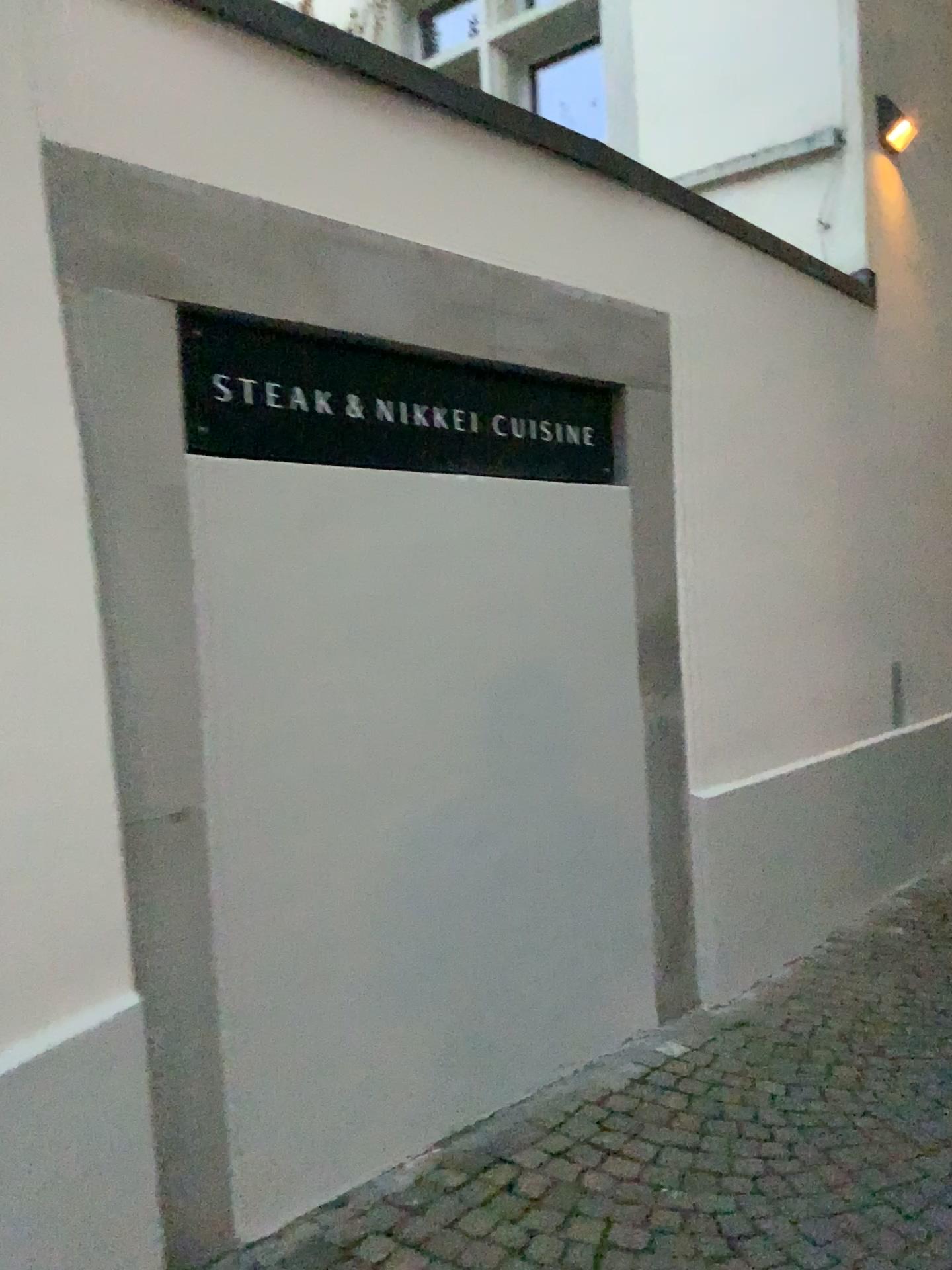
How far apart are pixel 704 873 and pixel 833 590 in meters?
1.6
